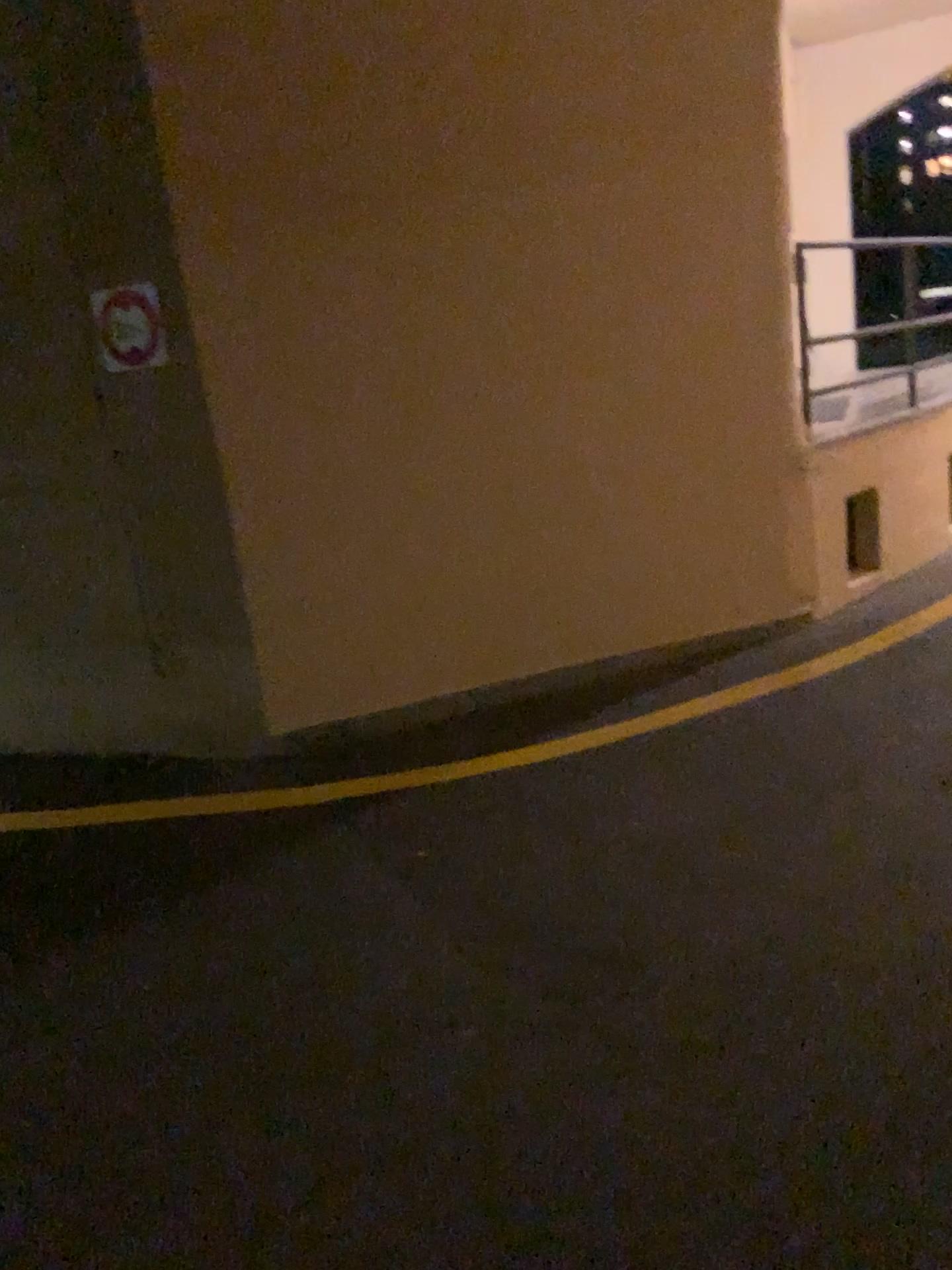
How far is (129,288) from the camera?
3.8 meters

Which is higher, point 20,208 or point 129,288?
point 20,208

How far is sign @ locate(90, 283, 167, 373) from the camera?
3.8 meters

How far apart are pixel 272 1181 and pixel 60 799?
2.4 meters
